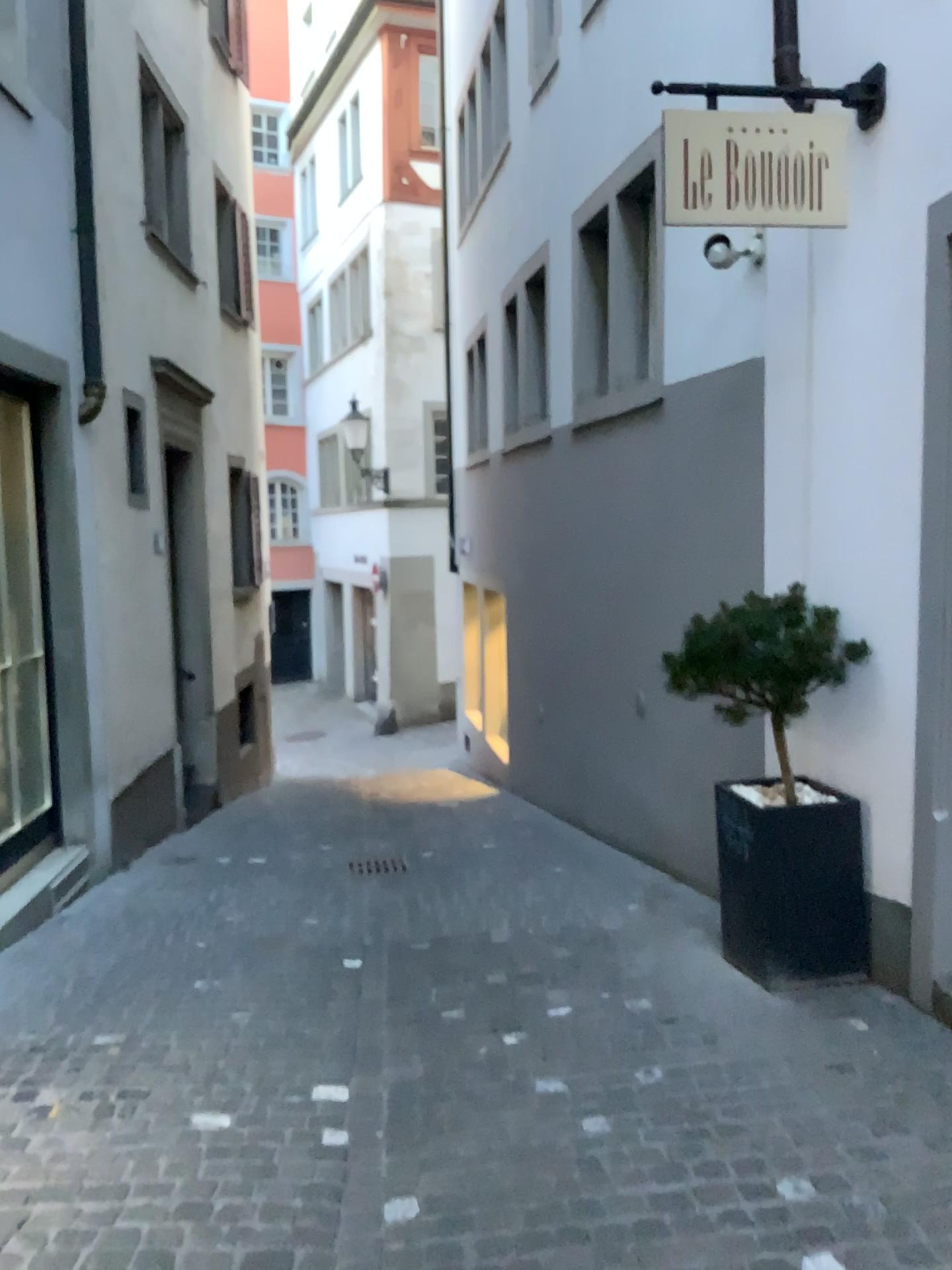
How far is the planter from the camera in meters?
4.0 m

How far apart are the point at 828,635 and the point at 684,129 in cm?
191

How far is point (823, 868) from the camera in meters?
4.0 m

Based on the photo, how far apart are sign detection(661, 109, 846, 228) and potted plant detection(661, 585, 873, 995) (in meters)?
1.43

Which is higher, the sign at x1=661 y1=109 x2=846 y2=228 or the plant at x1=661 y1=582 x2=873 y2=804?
the sign at x1=661 y1=109 x2=846 y2=228

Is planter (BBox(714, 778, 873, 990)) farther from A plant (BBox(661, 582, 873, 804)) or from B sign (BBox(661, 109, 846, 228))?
B sign (BBox(661, 109, 846, 228))

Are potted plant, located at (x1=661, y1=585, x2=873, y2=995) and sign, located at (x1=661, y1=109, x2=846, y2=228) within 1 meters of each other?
no

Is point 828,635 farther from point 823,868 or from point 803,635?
point 823,868

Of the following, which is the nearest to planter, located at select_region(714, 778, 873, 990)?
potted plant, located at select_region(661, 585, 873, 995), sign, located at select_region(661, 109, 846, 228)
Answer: potted plant, located at select_region(661, 585, 873, 995)

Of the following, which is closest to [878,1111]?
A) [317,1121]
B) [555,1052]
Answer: [555,1052]
